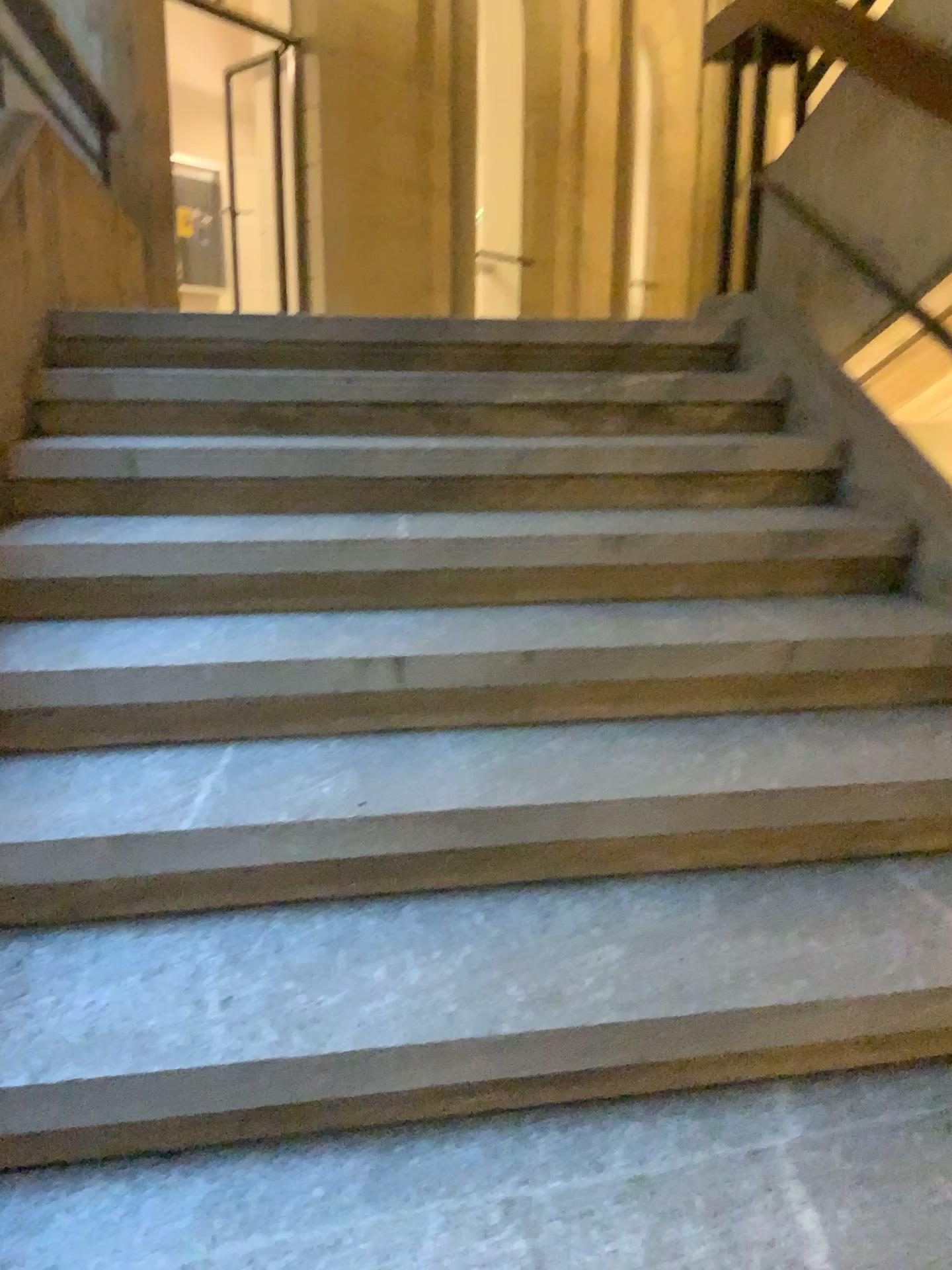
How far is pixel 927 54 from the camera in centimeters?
234cm

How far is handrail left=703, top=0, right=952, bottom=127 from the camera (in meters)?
2.34

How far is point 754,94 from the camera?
3.4m
